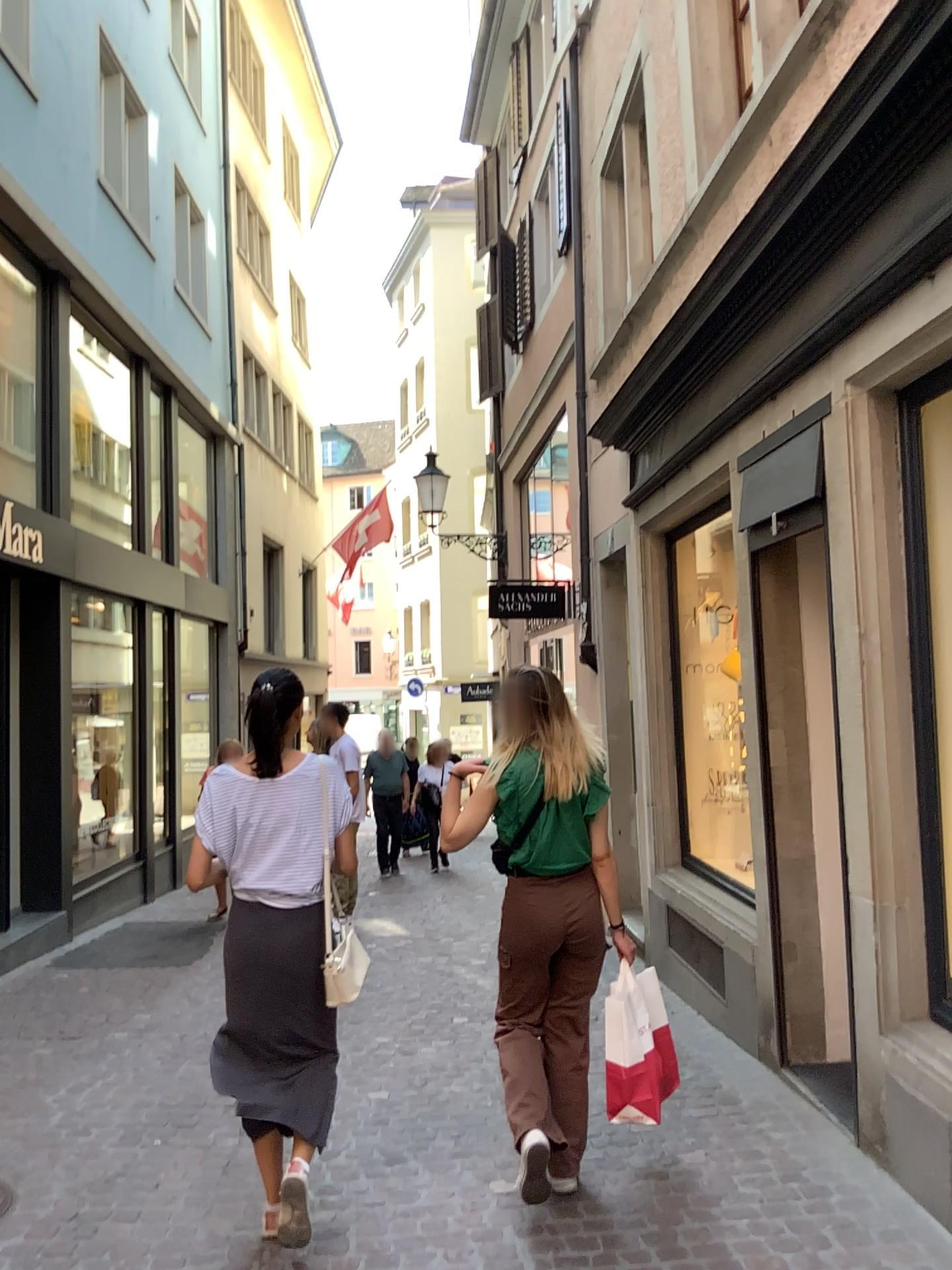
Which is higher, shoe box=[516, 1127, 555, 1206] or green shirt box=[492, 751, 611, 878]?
green shirt box=[492, 751, 611, 878]

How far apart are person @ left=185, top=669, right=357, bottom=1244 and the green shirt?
0.5m

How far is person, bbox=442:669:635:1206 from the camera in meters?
3.3

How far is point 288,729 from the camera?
3.1m

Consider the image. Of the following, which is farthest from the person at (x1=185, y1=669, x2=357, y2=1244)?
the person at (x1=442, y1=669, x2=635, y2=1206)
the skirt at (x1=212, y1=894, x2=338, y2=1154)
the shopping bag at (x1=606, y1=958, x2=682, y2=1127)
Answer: the shopping bag at (x1=606, y1=958, x2=682, y2=1127)

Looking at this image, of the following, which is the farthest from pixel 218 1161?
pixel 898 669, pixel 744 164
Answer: pixel 744 164

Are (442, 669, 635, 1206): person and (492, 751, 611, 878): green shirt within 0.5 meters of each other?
yes

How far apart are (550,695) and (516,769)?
0.25m

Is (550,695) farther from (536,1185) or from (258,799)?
(536,1185)

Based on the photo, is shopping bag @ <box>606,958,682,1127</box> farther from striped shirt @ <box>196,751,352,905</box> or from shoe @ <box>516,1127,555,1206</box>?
striped shirt @ <box>196,751,352,905</box>
